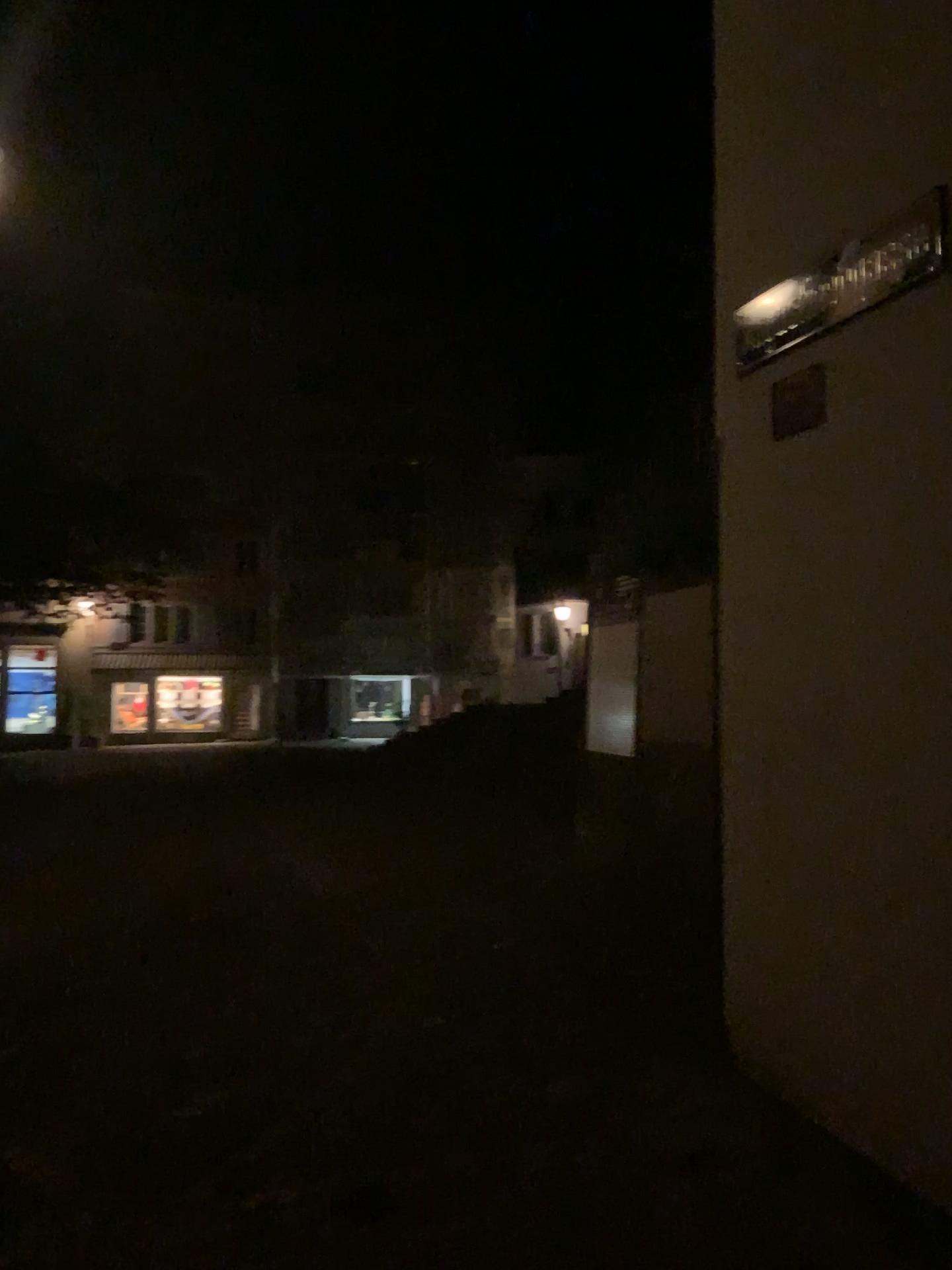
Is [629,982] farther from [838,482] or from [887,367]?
[887,367]

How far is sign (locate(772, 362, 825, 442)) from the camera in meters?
3.0 m

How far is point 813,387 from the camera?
3.0m
